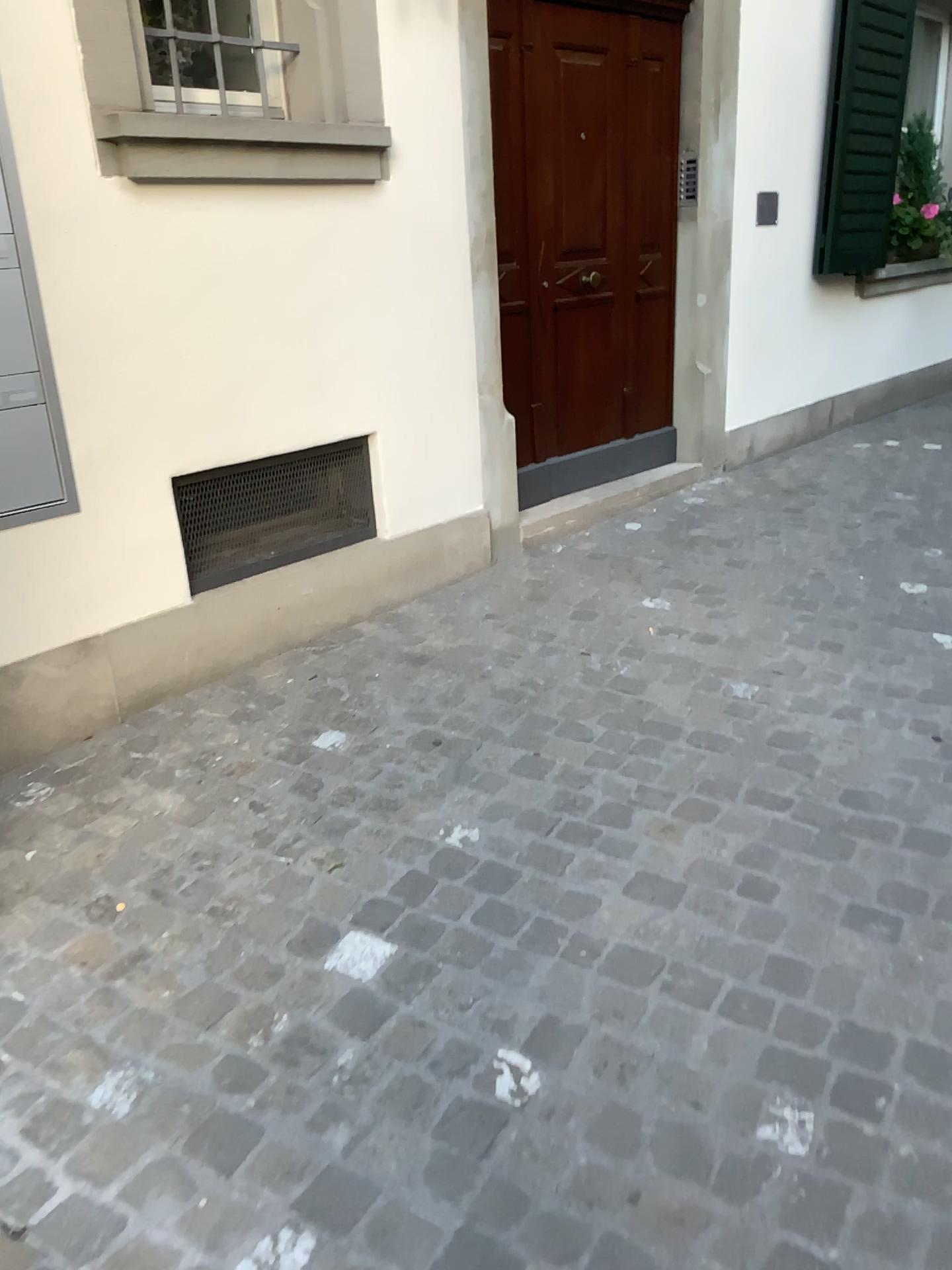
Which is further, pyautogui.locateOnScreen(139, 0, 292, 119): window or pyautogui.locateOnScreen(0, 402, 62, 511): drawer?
pyautogui.locateOnScreen(139, 0, 292, 119): window

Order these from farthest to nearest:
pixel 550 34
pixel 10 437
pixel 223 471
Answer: pixel 550 34 < pixel 223 471 < pixel 10 437

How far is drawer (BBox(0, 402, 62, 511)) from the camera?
2.53m

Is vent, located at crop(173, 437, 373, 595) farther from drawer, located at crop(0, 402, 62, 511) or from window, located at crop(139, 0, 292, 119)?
window, located at crop(139, 0, 292, 119)

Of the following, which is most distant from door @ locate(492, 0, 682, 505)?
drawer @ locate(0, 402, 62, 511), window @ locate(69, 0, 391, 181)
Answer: drawer @ locate(0, 402, 62, 511)

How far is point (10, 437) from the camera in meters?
2.5 m

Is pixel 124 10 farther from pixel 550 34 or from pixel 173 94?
Answer: pixel 550 34

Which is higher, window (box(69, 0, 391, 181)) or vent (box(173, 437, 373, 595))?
window (box(69, 0, 391, 181))

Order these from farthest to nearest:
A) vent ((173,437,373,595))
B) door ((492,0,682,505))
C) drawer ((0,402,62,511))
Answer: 1. door ((492,0,682,505))
2. vent ((173,437,373,595))
3. drawer ((0,402,62,511))

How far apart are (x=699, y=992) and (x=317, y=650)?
1.83m
